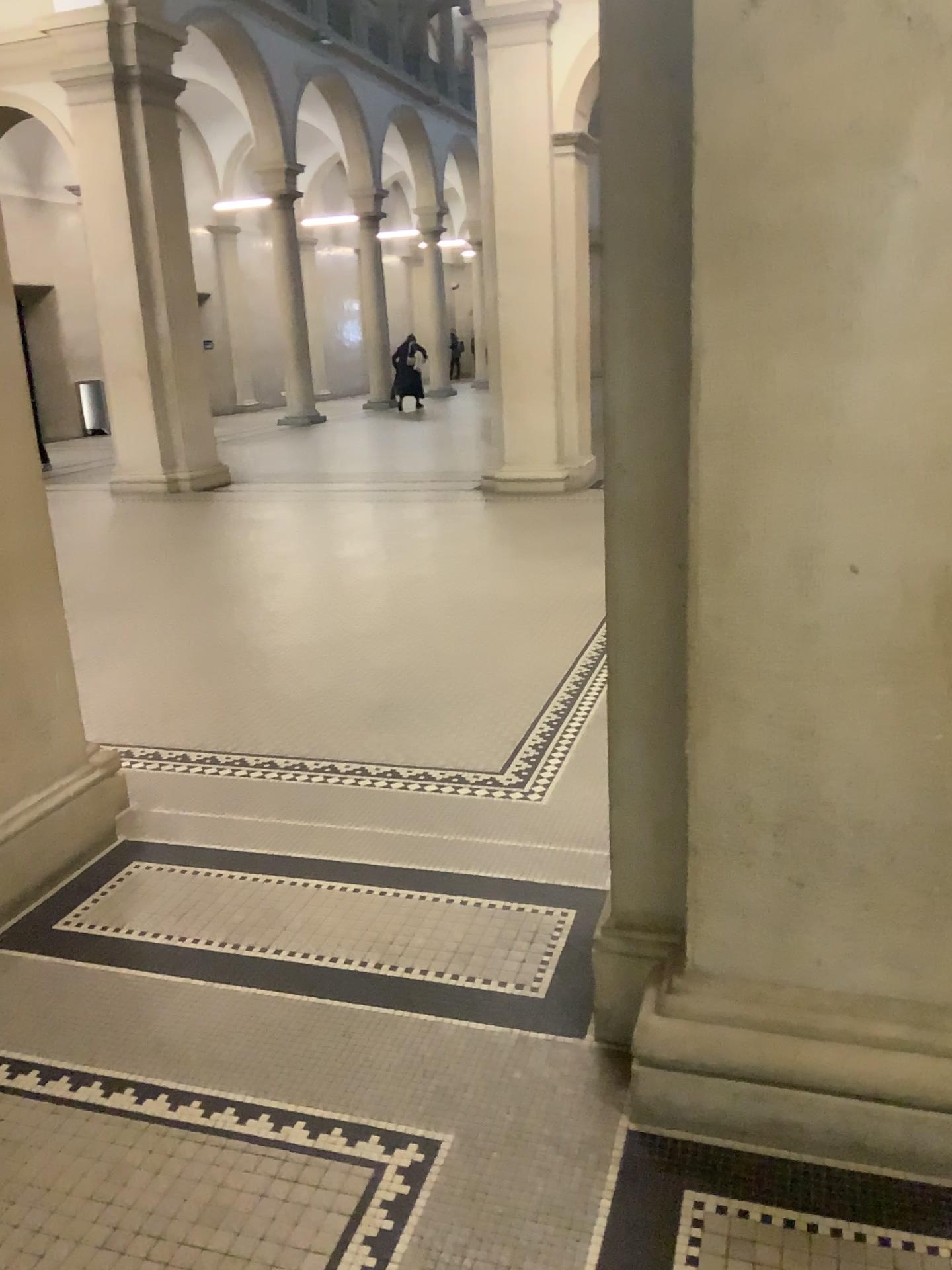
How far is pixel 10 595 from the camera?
2.90m

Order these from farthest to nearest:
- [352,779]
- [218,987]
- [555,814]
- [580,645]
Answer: [580,645], [352,779], [555,814], [218,987]

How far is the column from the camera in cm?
290
